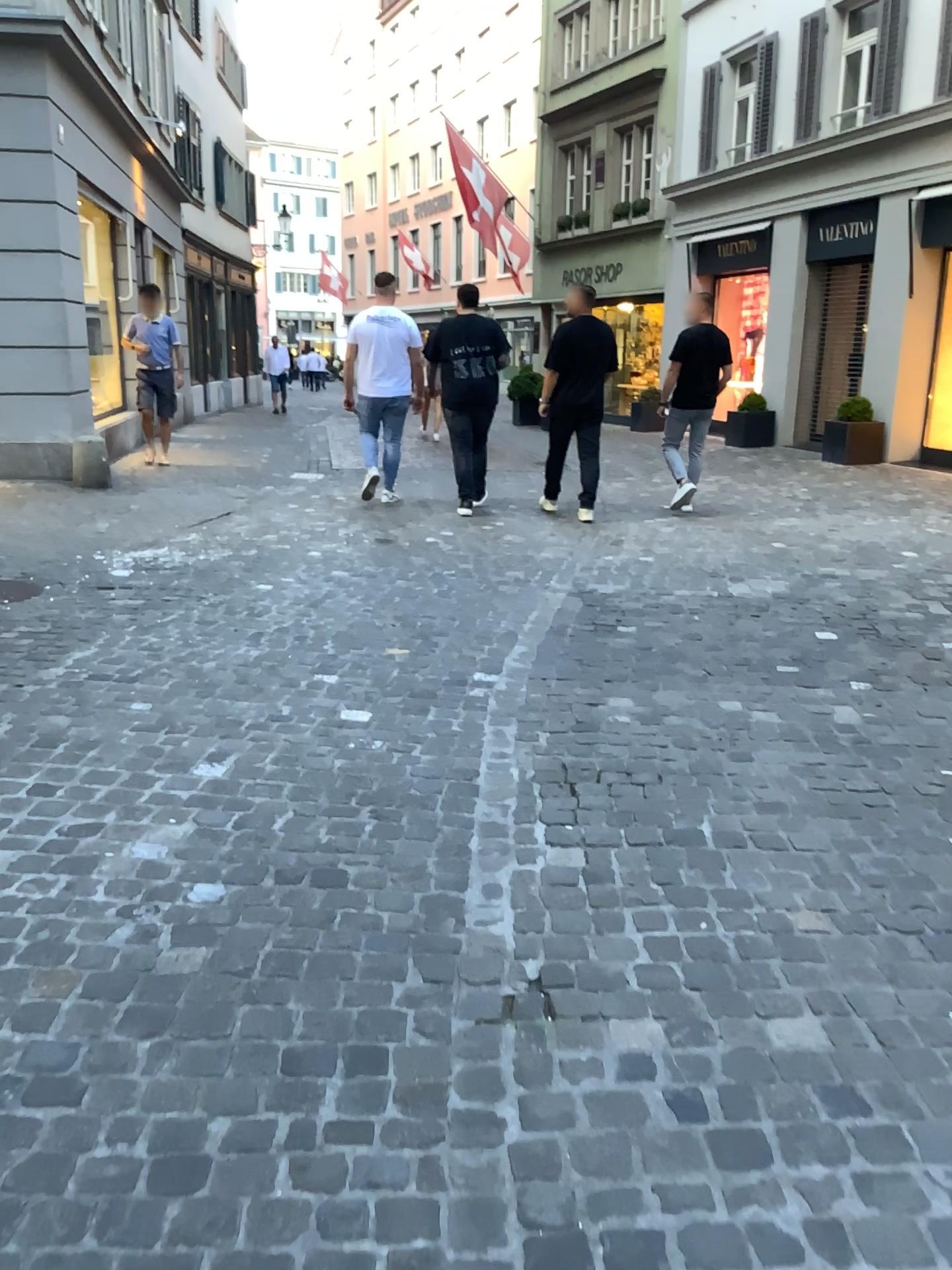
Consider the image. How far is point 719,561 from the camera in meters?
6.2
